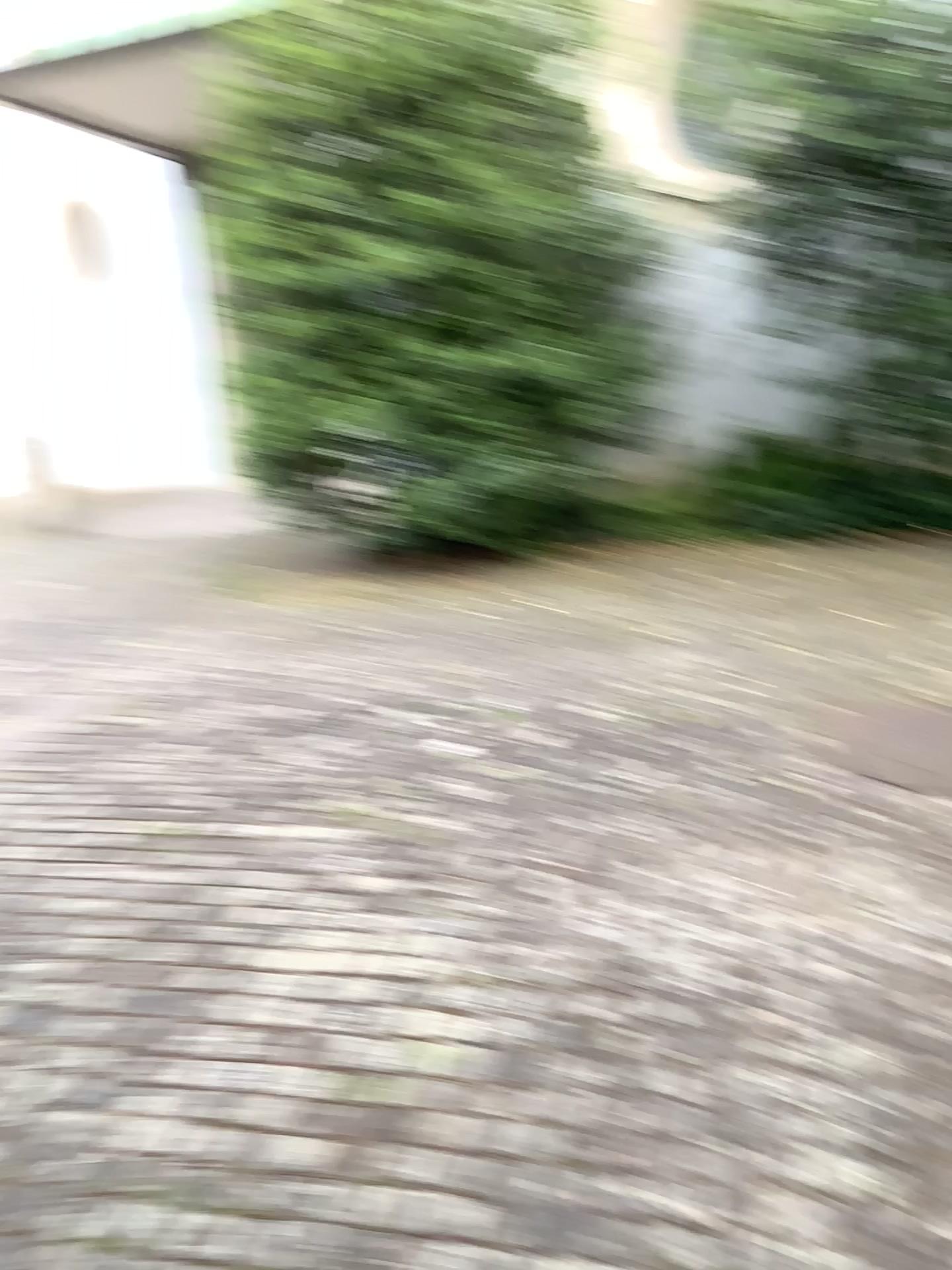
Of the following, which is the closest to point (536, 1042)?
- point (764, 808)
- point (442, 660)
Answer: point (764, 808)
